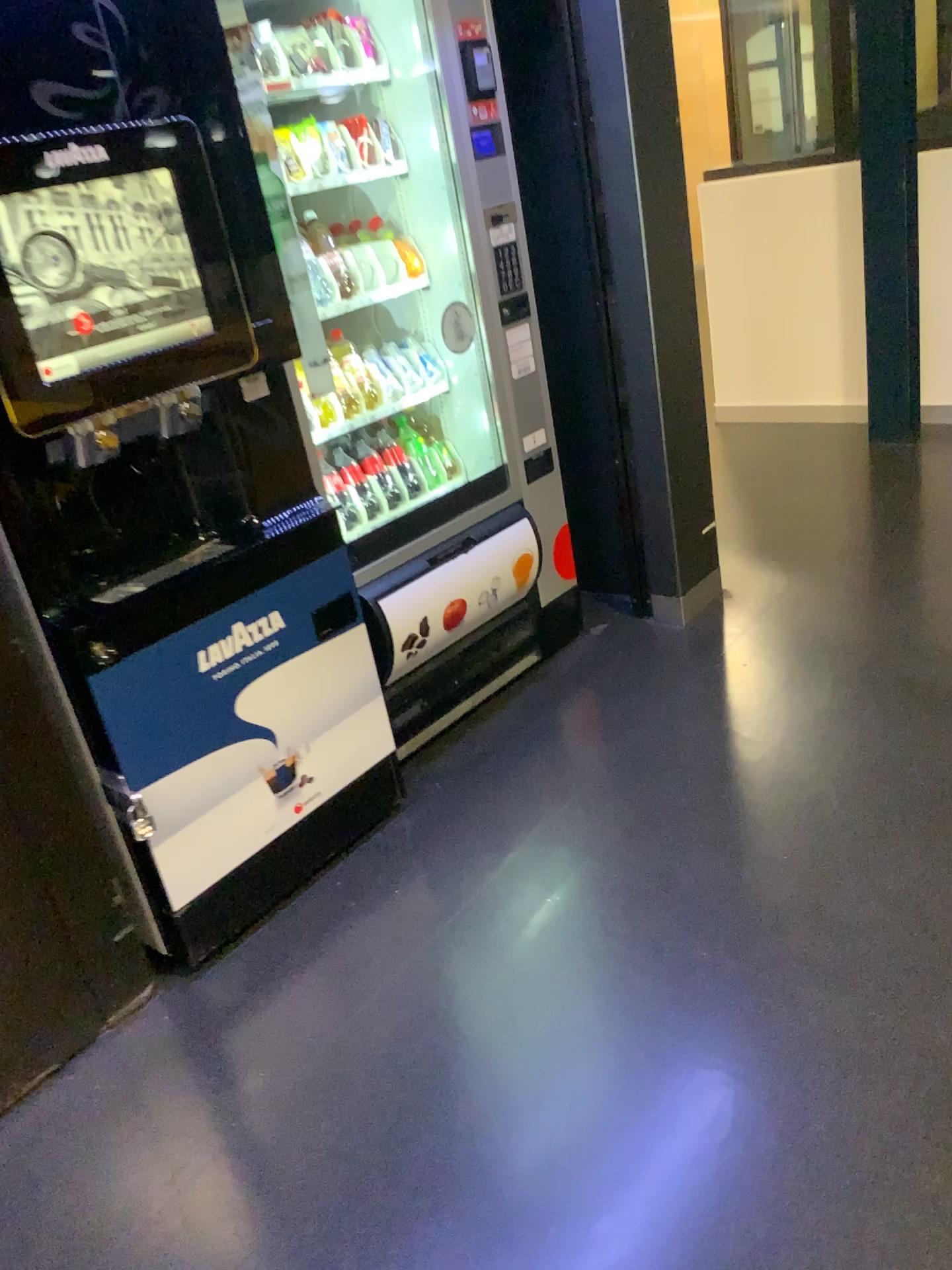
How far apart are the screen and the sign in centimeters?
51cm

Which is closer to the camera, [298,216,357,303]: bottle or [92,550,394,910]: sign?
[92,550,394,910]: sign

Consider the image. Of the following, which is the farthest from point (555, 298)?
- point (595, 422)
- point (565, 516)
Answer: point (565, 516)

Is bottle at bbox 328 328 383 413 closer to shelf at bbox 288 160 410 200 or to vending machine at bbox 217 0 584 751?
vending machine at bbox 217 0 584 751

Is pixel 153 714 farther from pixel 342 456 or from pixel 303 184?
pixel 303 184

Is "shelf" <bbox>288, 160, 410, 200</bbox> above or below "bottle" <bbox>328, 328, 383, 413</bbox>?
above

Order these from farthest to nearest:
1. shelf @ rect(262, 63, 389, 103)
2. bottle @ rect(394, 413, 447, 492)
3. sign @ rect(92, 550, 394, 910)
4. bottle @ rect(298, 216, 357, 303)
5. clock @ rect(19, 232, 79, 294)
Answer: bottle @ rect(394, 413, 447, 492)
bottle @ rect(298, 216, 357, 303)
shelf @ rect(262, 63, 389, 103)
sign @ rect(92, 550, 394, 910)
clock @ rect(19, 232, 79, 294)

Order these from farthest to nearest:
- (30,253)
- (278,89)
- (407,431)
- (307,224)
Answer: (407,431)
(307,224)
(278,89)
(30,253)

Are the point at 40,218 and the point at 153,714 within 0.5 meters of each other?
no

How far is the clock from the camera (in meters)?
1.63
